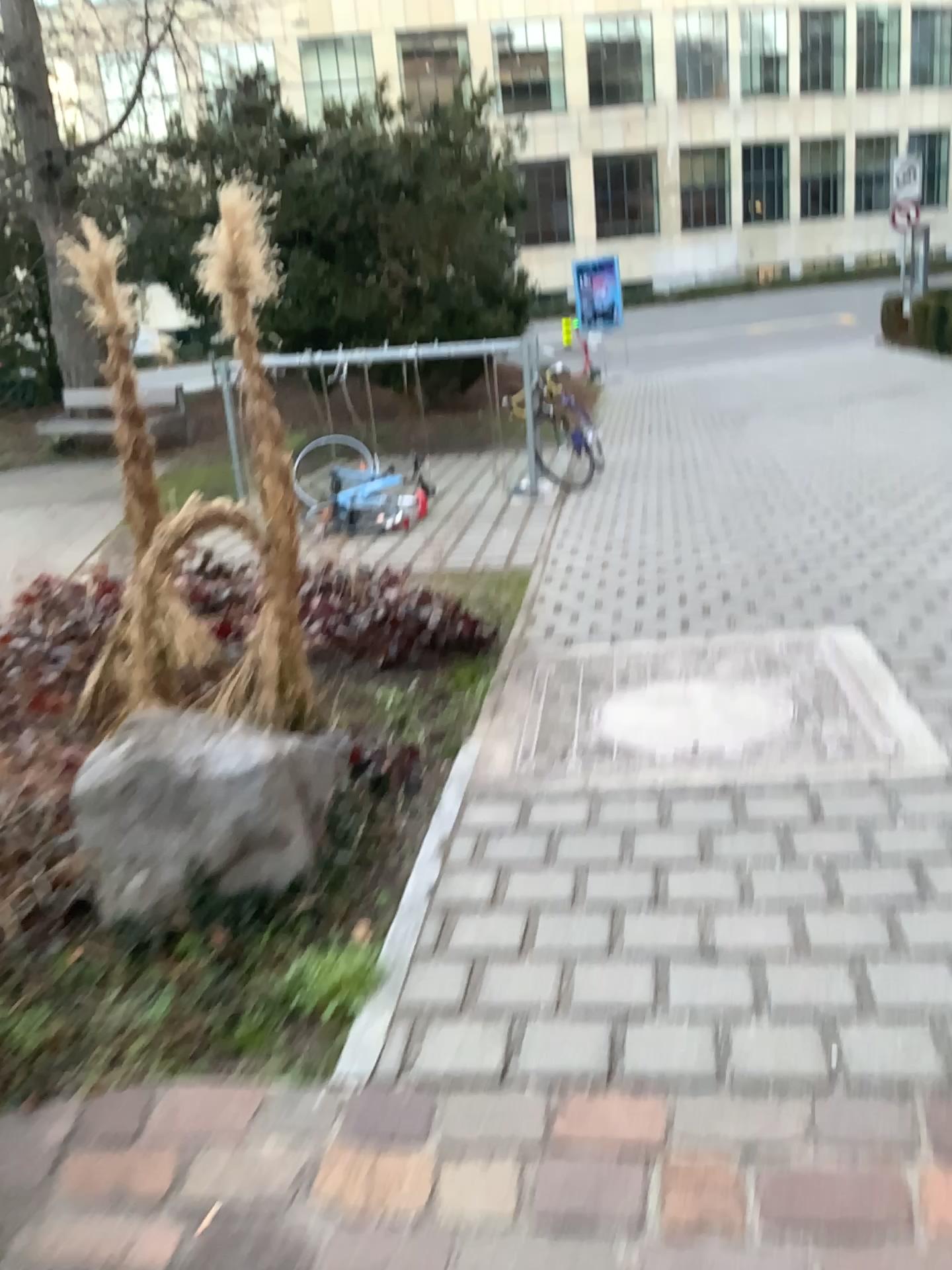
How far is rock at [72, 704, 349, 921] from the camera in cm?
244

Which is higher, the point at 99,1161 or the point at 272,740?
the point at 272,740

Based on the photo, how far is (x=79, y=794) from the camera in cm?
244
